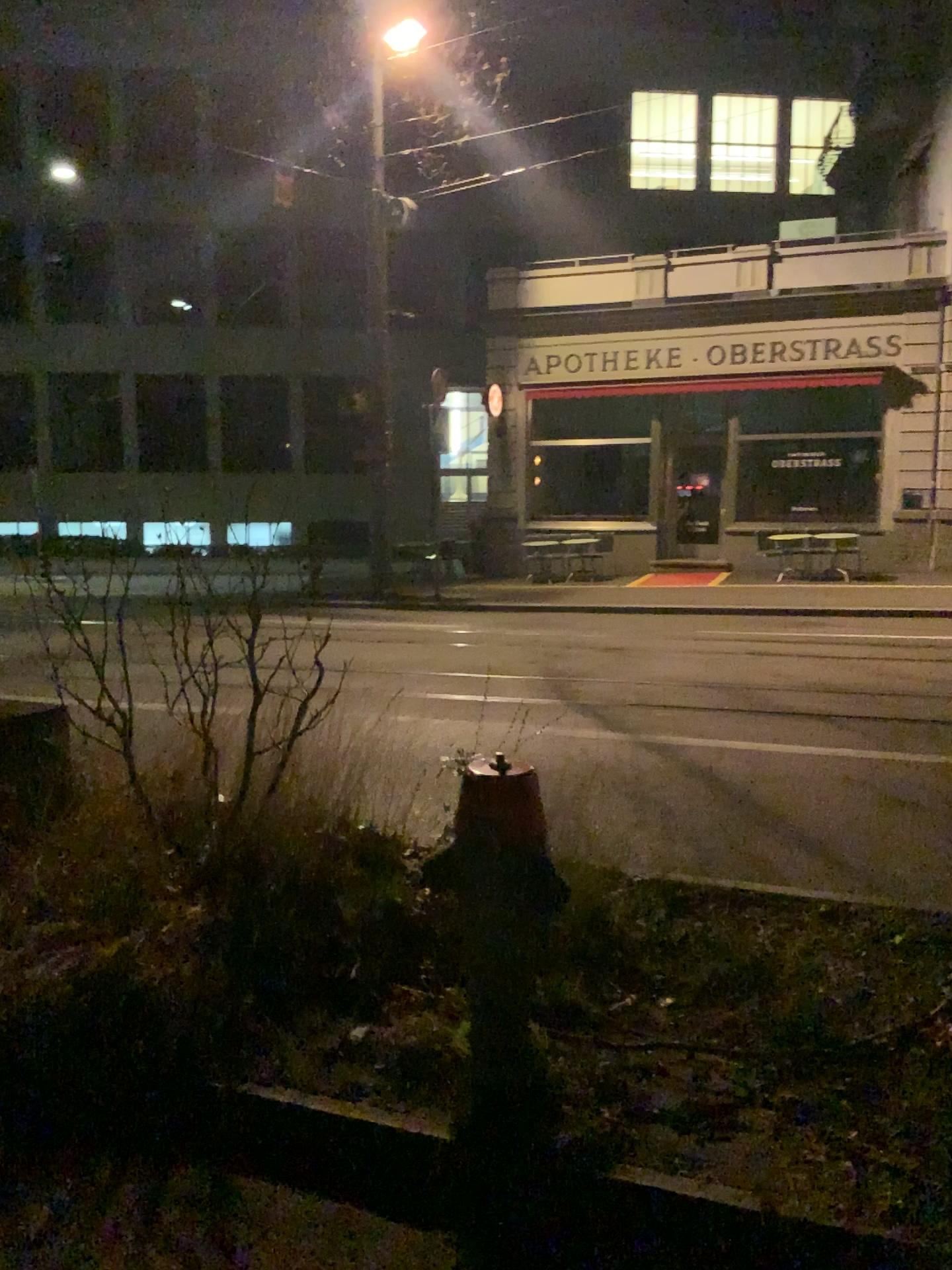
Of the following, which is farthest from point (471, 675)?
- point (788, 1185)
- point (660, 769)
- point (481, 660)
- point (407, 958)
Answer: point (788, 1185)
